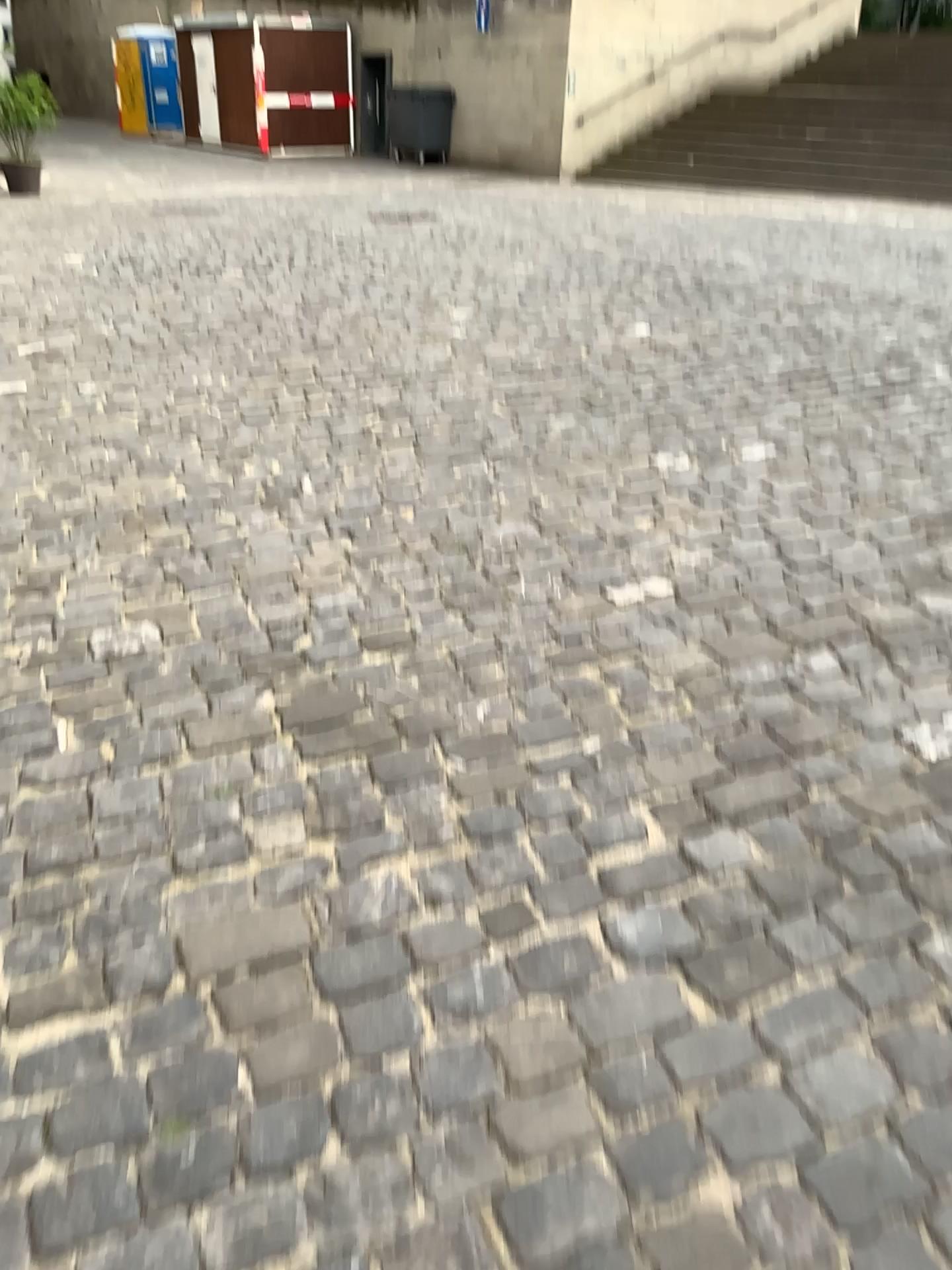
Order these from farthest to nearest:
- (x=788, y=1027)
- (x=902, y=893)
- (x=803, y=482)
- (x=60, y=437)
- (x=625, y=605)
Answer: (x=60, y=437)
(x=803, y=482)
(x=625, y=605)
(x=902, y=893)
(x=788, y=1027)
